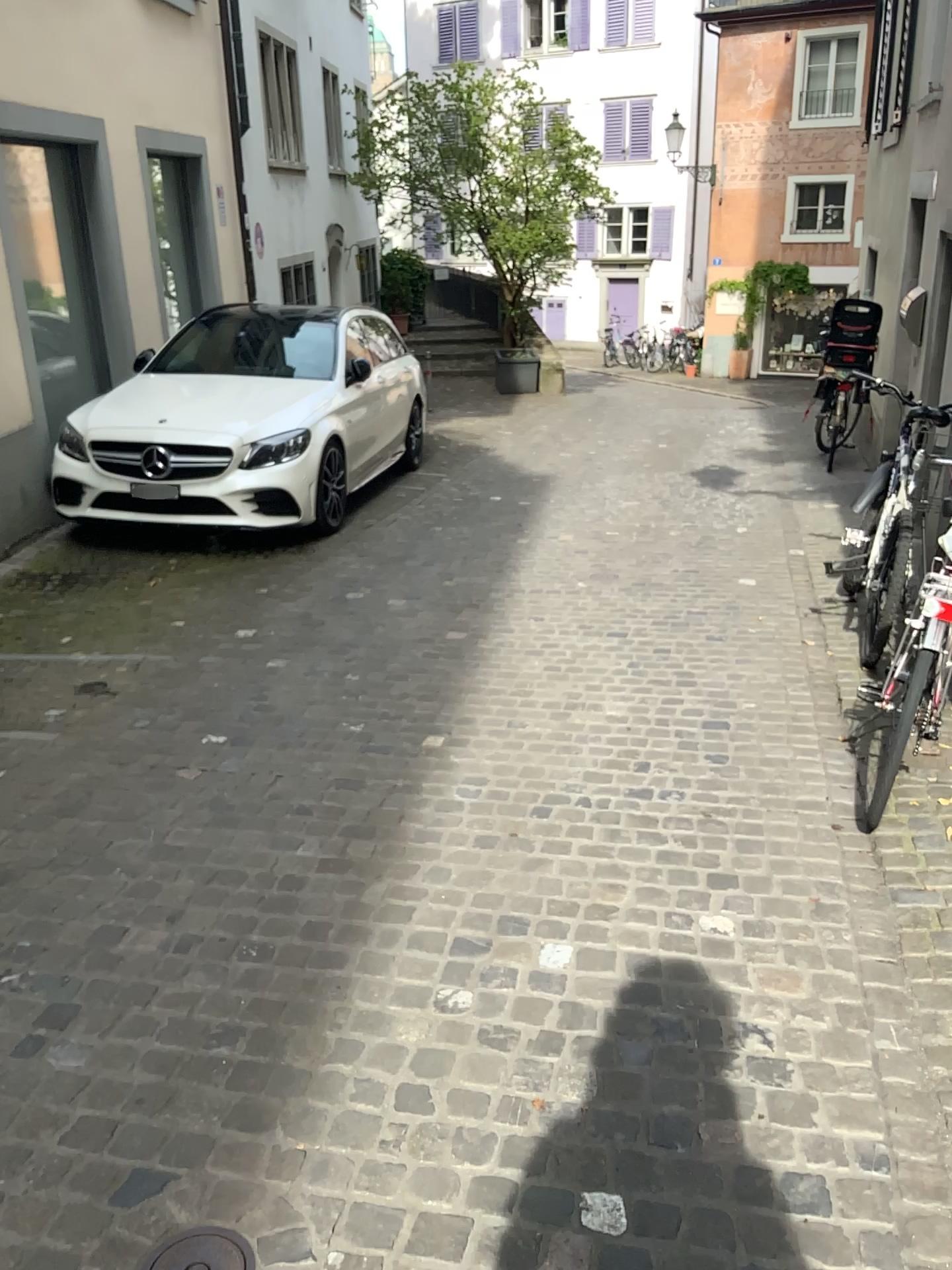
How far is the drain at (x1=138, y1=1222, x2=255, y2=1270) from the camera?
1.8 meters

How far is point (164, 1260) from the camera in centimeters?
177cm

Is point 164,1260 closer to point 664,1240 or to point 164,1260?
point 164,1260

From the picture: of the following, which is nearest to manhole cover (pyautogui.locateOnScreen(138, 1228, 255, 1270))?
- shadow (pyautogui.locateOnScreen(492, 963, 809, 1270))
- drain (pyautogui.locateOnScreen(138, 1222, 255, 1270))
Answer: drain (pyautogui.locateOnScreen(138, 1222, 255, 1270))

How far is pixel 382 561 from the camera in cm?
600

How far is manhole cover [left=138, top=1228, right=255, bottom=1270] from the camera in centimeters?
177cm

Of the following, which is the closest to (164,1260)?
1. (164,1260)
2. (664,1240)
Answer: (164,1260)

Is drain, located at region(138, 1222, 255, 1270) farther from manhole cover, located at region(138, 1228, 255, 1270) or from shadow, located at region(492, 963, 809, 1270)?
shadow, located at region(492, 963, 809, 1270)
